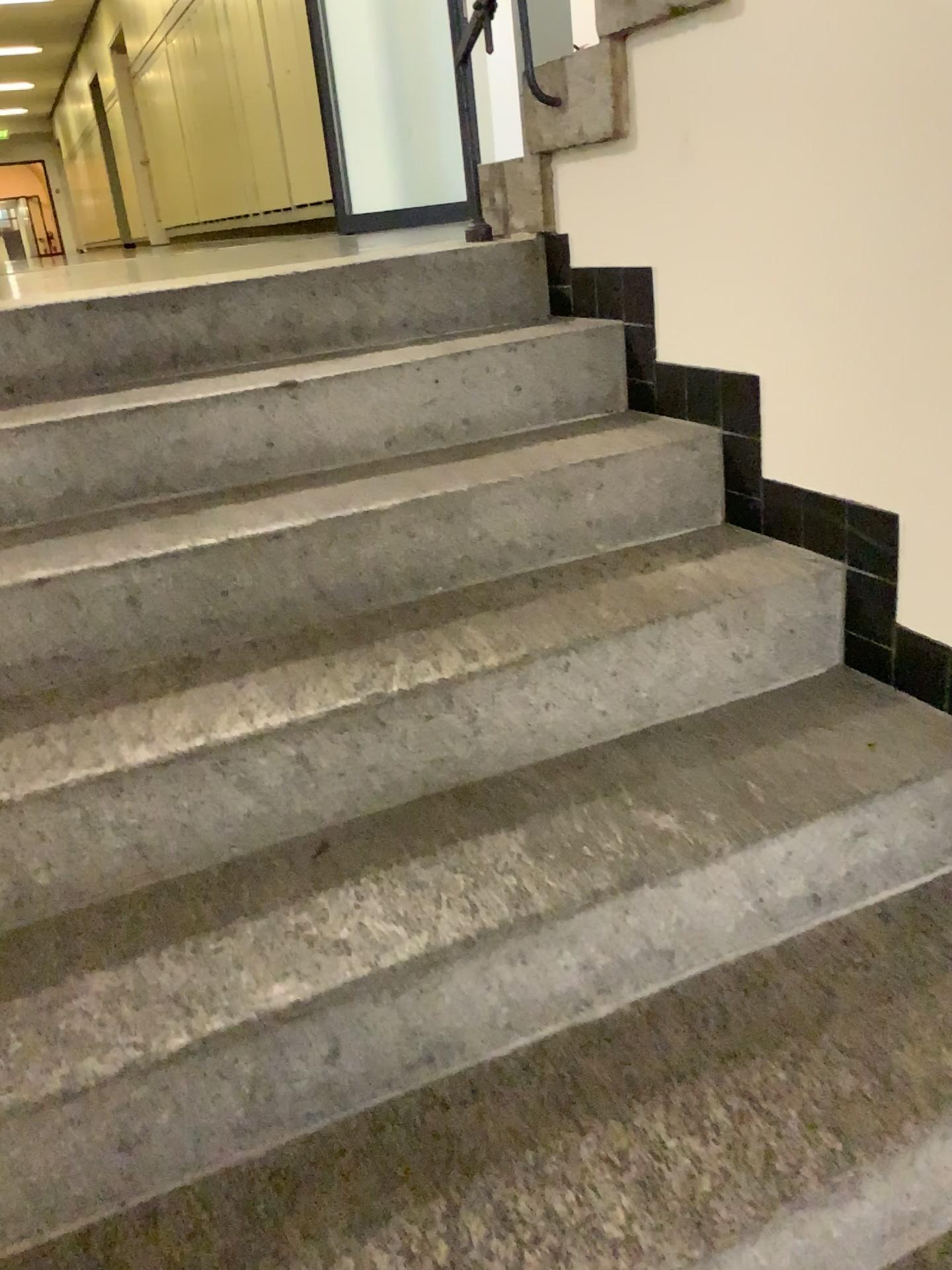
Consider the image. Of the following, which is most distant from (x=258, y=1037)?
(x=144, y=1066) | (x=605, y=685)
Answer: (x=605, y=685)
